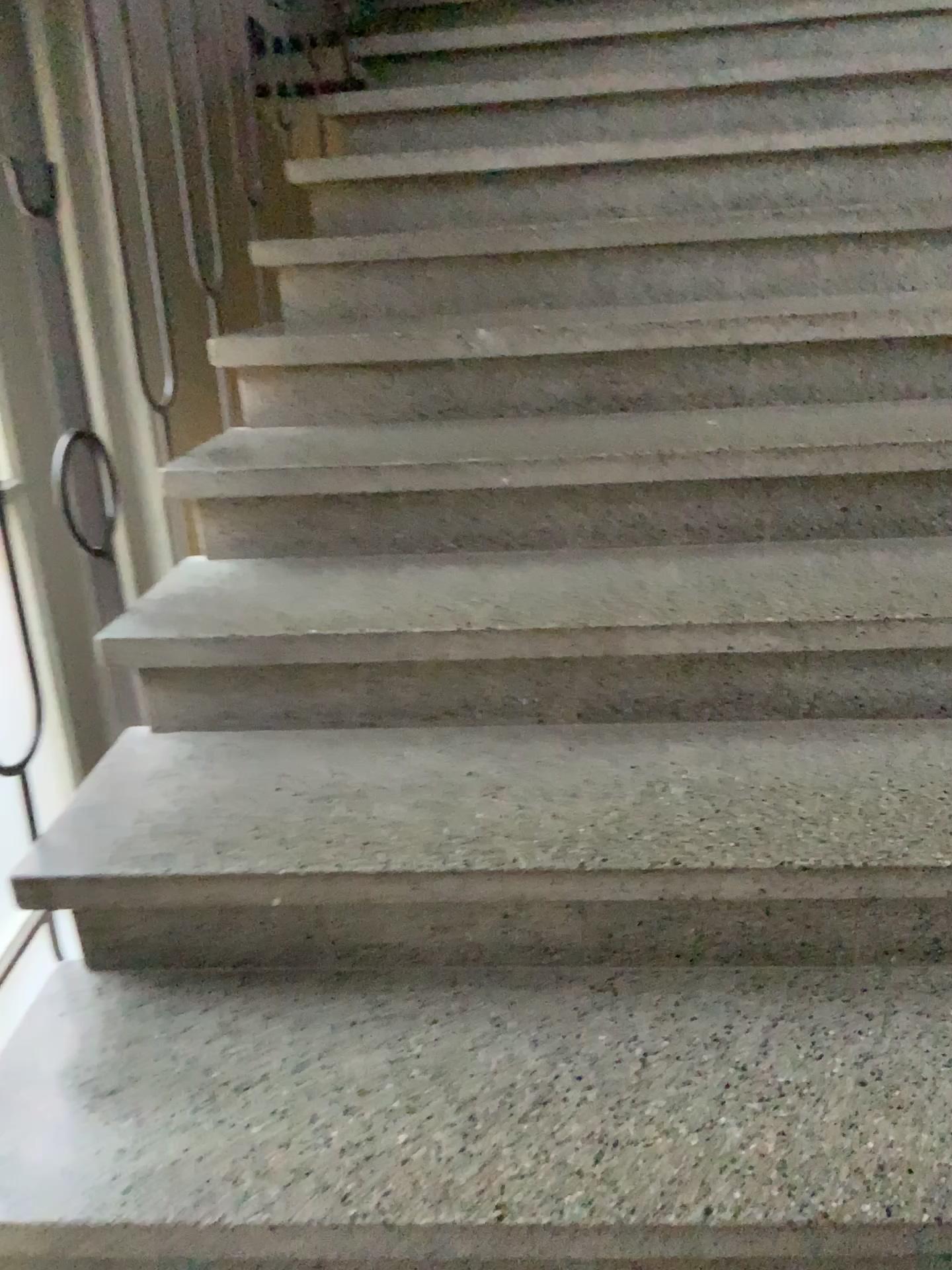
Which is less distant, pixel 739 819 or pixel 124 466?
pixel 739 819
